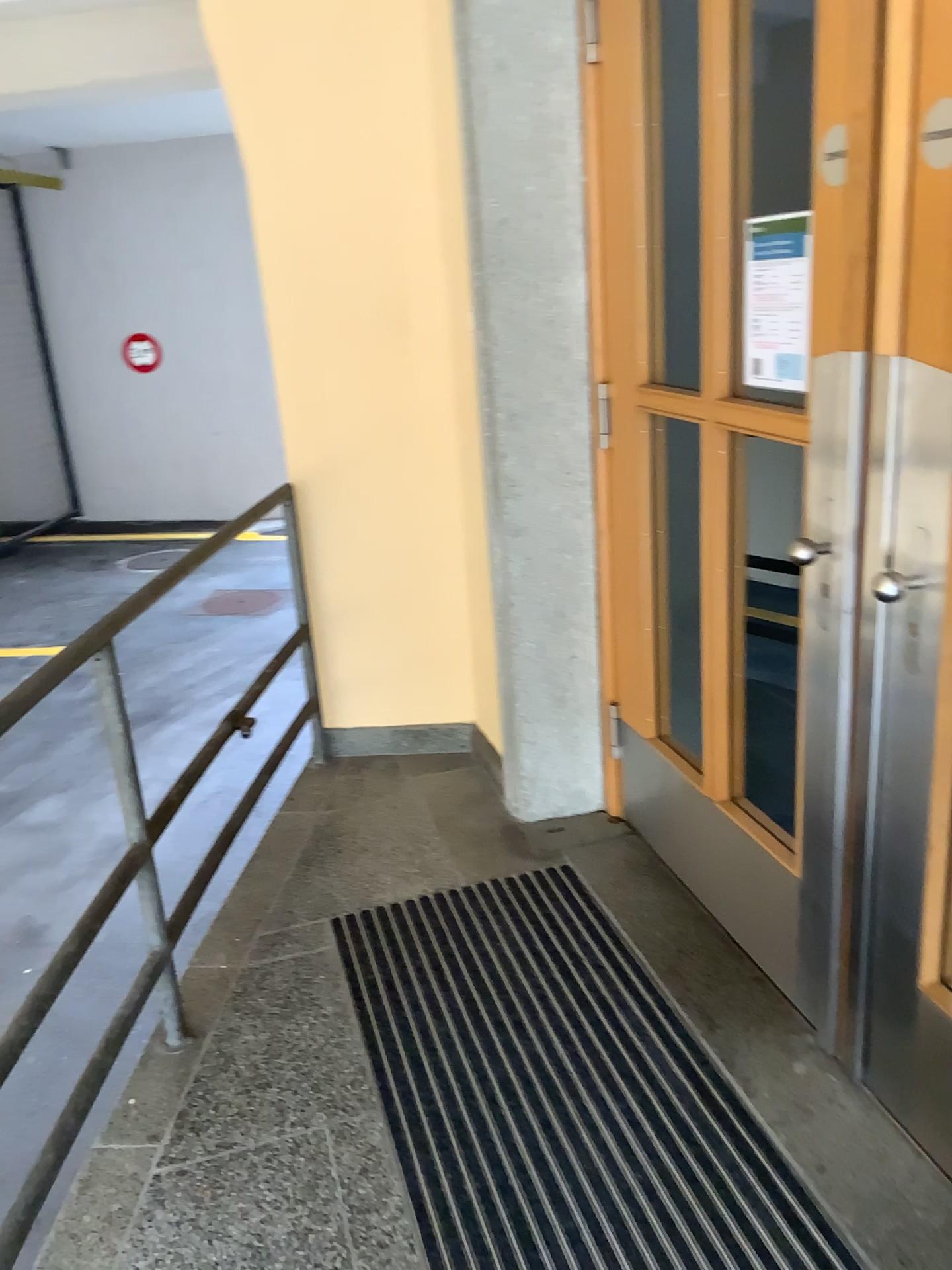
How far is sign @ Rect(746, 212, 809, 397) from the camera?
1.9m

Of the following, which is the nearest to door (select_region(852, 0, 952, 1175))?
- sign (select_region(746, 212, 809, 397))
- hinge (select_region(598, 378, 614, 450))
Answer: sign (select_region(746, 212, 809, 397))

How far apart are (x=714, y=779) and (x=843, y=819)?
0.48m

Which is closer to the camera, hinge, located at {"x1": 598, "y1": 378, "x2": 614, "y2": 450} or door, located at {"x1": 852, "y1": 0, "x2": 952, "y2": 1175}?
door, located at {"x1": 852, "y1": 0, "x2": 952, "y2": 1175}

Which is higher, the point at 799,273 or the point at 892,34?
the point at 892,34

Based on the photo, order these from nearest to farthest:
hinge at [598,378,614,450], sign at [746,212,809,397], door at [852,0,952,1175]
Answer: Answer: door at [852,0,952,1175]
sign at [746,212,809,397]
hinge at [598,378,614,450]

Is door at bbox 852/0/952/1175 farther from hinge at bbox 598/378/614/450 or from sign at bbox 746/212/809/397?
hinge at bbox 598/378/614/450

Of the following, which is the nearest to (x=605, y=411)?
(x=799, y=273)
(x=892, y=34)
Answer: (x=799, y=273)

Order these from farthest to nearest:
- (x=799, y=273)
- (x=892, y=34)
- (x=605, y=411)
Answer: (x=605, y=411) → (x=799, y=273) → (x=892, y=34)
